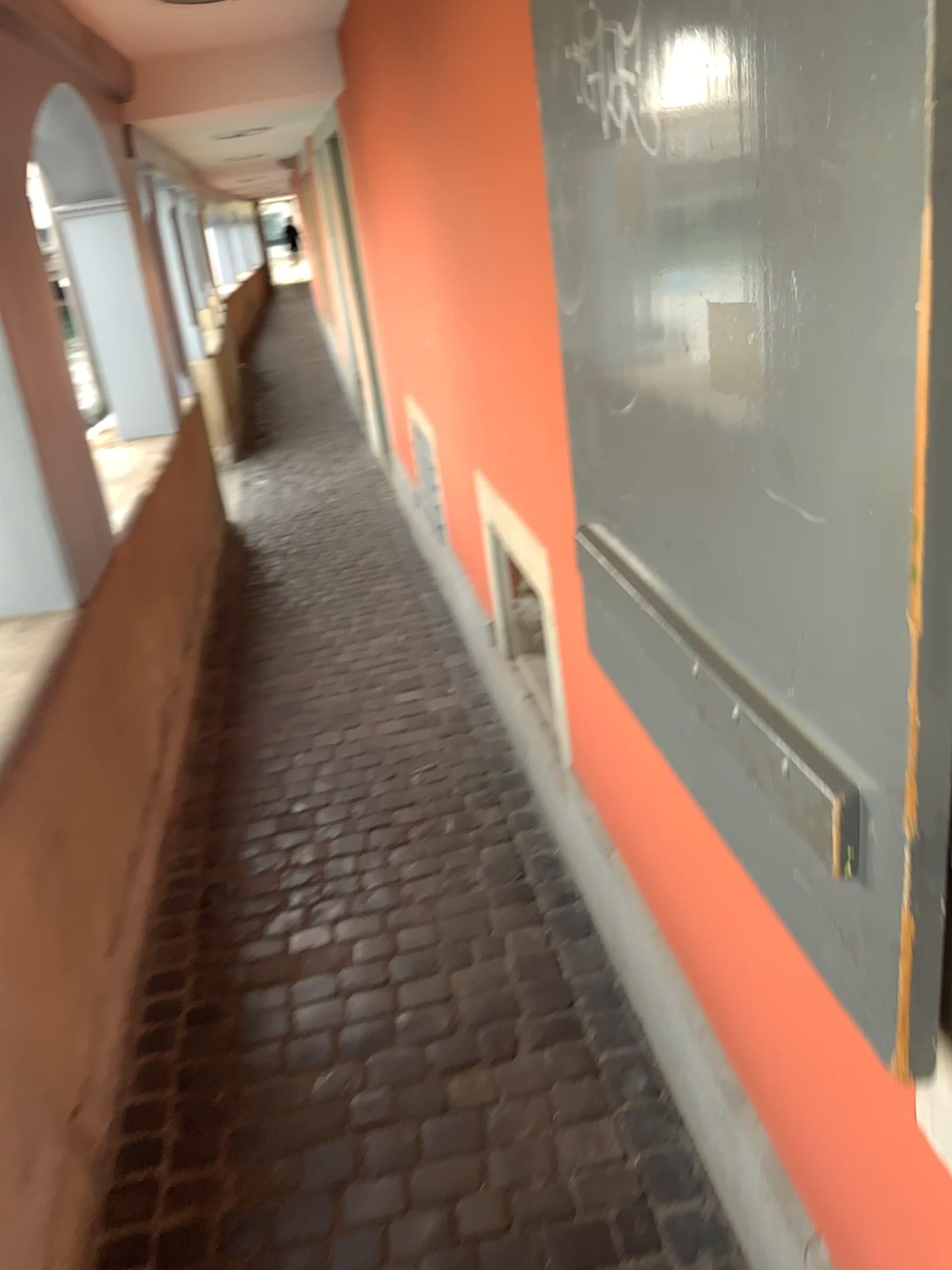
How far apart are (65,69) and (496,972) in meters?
2.8 m

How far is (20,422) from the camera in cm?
245

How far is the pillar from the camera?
2.5 meters
